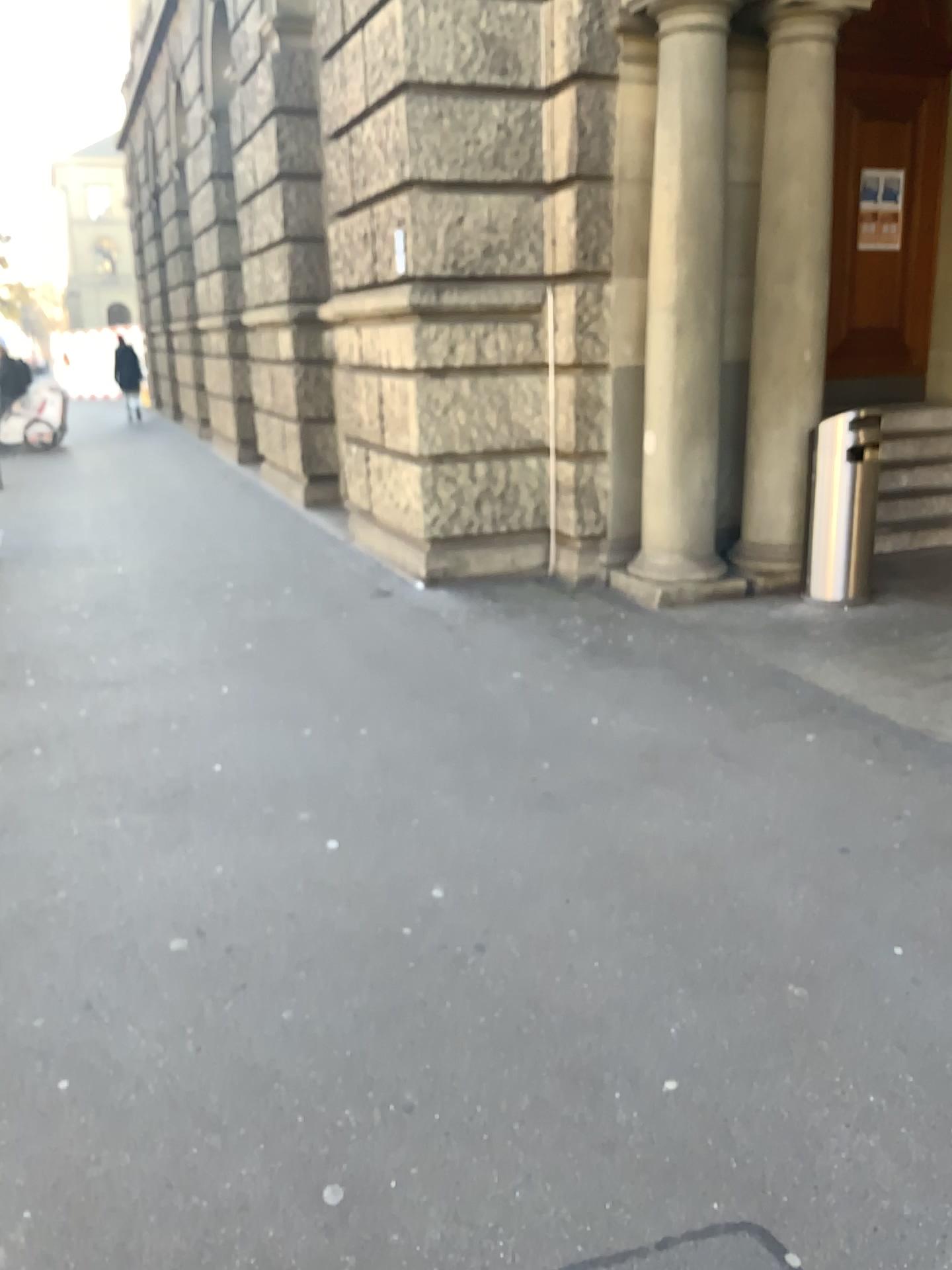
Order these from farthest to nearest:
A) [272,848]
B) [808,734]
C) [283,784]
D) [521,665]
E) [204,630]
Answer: [204,630] < [521,665] < [808,734] < [283,784] < [272,848]
